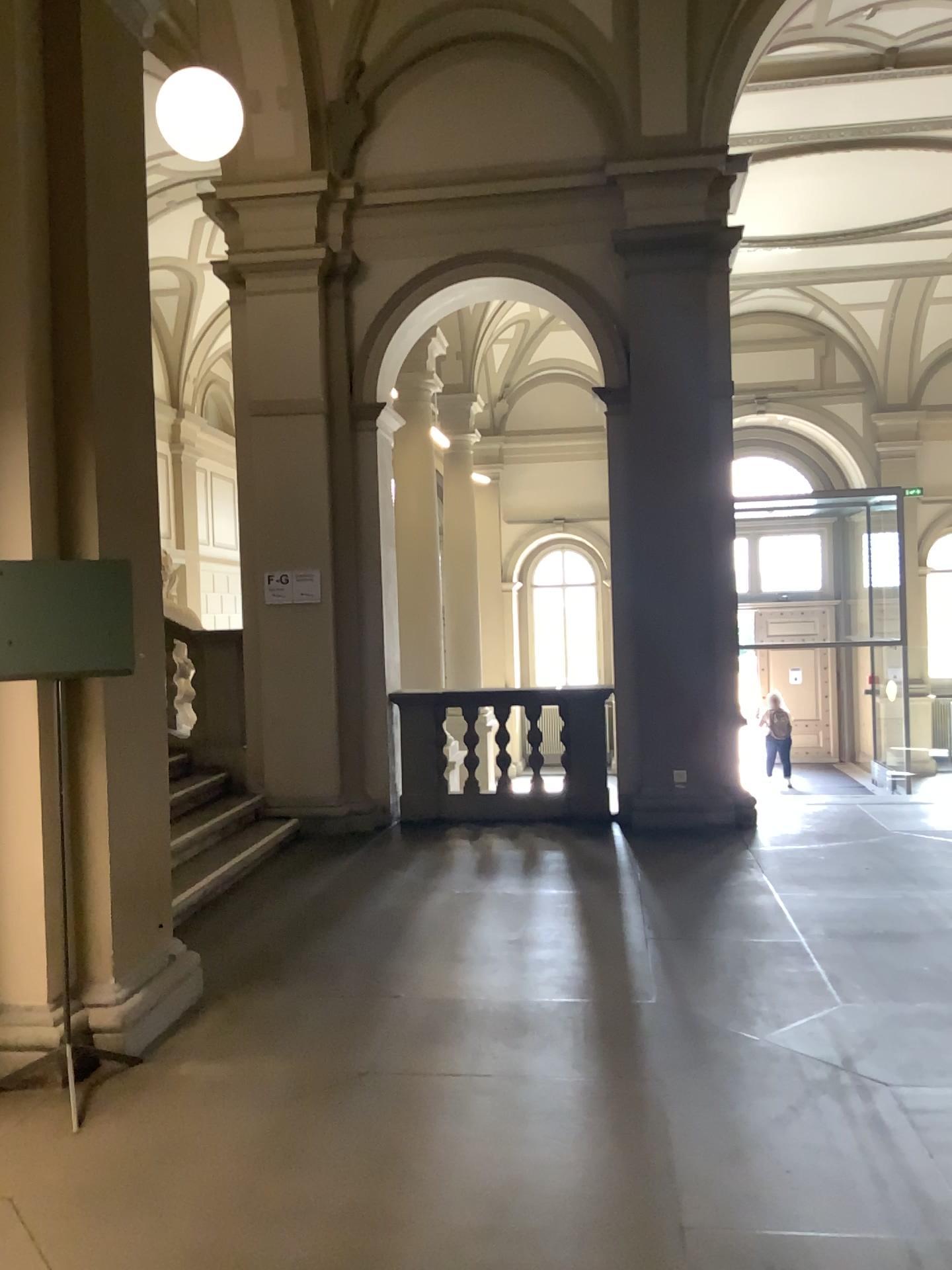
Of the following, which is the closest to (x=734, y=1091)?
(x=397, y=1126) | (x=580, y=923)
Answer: (x=397, y=1126)
